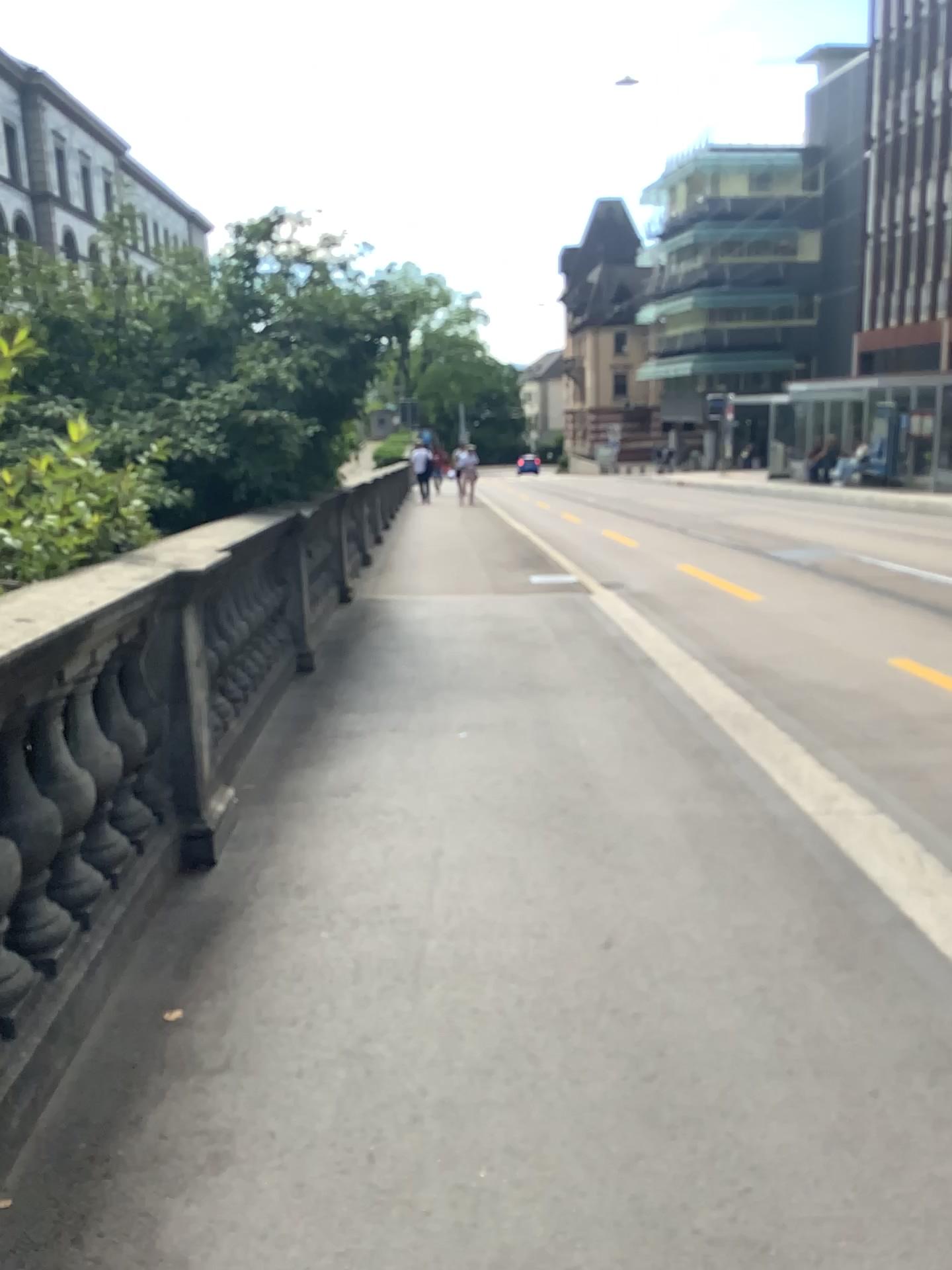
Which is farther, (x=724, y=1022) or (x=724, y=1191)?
(x=724, y=1022)
